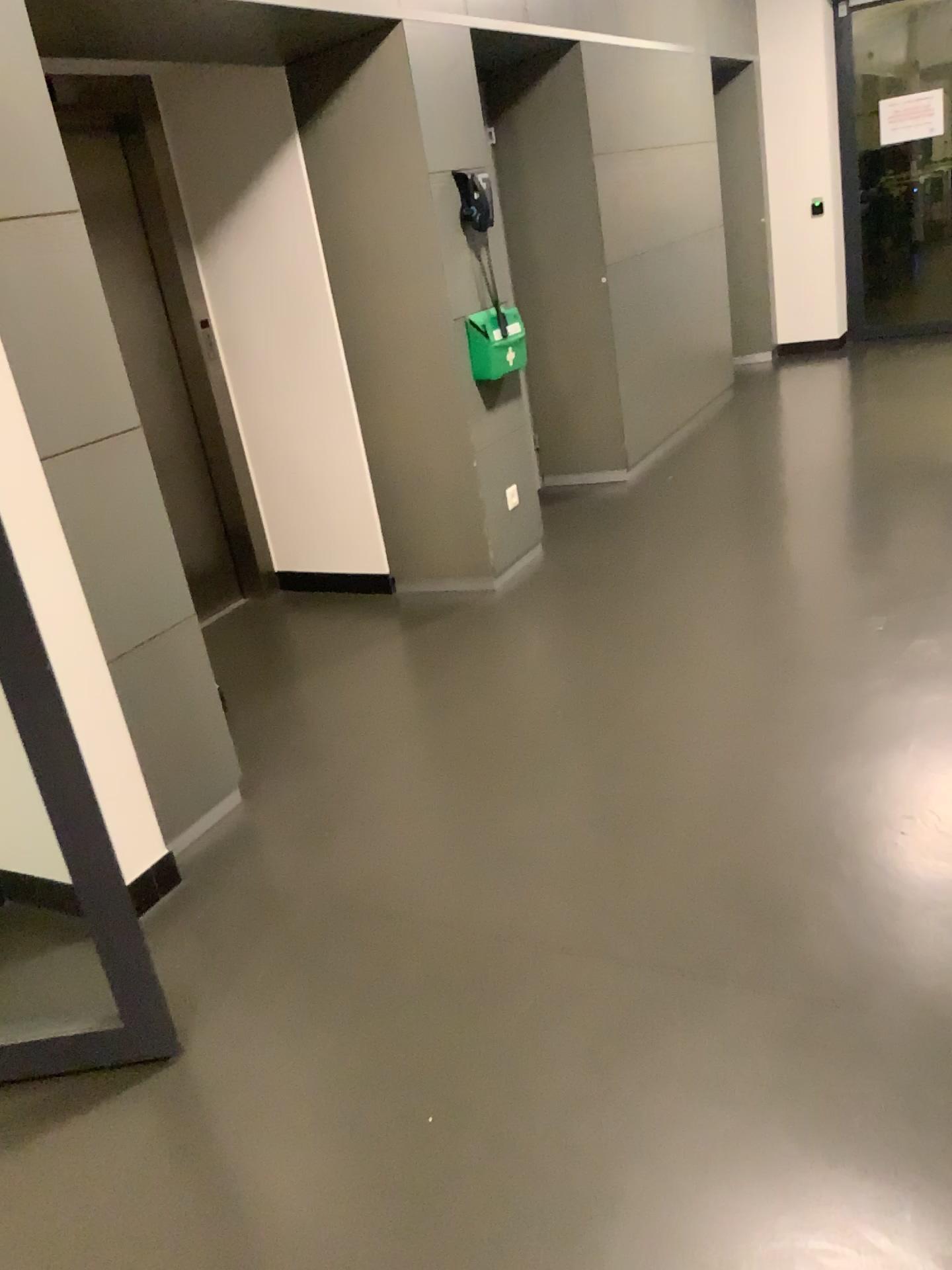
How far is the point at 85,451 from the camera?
2.51m

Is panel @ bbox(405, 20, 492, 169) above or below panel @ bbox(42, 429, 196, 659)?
above

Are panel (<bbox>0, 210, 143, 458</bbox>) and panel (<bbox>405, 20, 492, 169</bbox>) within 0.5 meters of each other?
no

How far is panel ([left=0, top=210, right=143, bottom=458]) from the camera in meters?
2.3

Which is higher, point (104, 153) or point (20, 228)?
point (104, 153)

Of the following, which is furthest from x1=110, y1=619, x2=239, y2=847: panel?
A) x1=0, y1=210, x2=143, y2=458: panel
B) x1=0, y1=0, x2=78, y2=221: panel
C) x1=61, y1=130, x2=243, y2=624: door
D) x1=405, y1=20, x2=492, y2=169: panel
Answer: x1=405, y1=20, x2=492, y2=169: panel

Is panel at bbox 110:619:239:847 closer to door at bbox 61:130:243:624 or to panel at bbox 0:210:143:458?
panel at bbox 0:210:143:458

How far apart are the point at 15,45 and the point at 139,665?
1.4 meters

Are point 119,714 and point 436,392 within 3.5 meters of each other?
yes

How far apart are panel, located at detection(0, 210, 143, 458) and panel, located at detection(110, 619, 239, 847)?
0.5m
